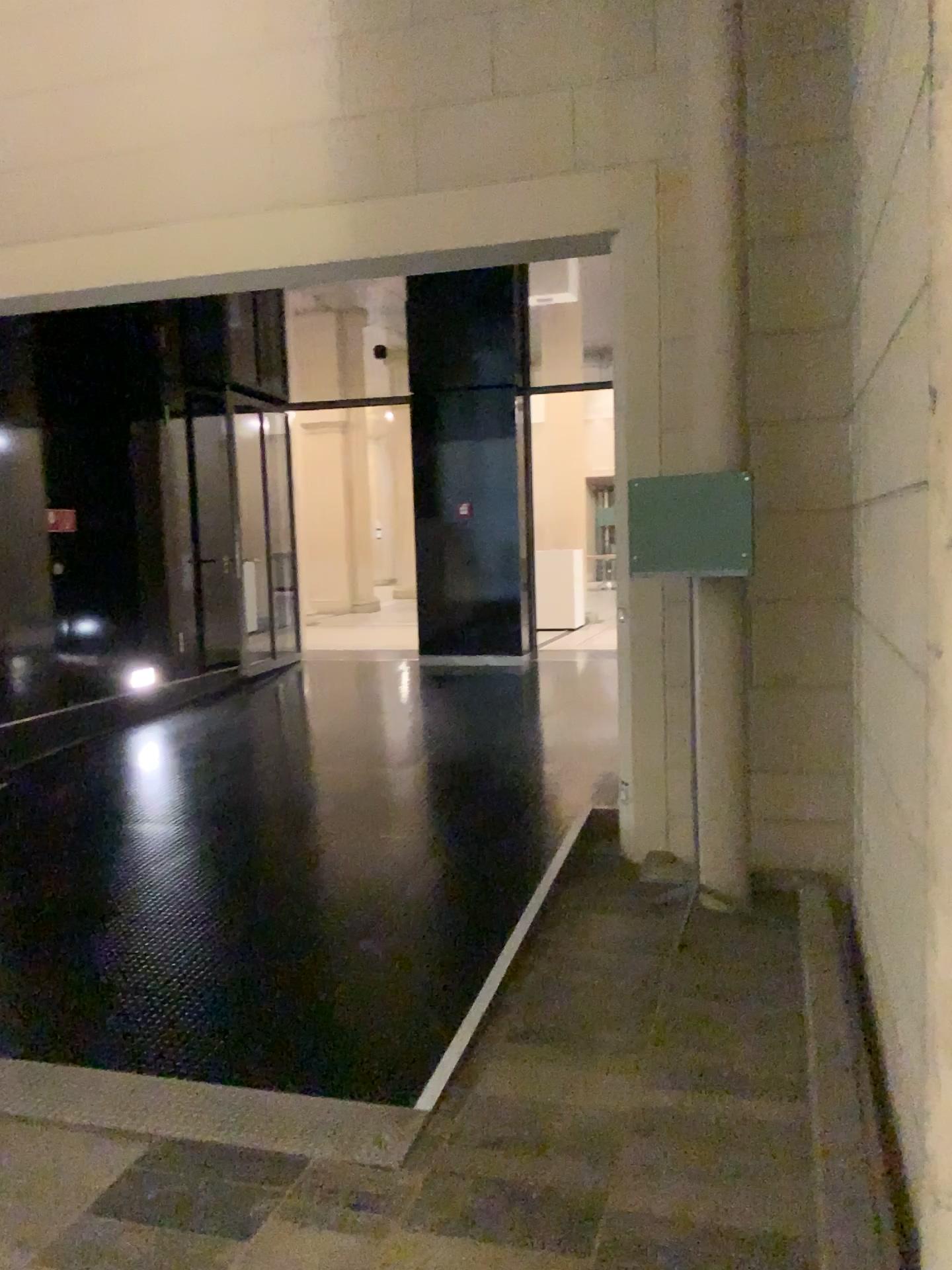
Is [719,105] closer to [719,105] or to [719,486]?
[719,105]

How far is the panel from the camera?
4.1 meters

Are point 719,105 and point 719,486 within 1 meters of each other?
no

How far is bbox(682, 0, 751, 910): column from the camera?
4.2 meters

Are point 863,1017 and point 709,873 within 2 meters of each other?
yes

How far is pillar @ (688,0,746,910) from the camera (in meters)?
4.21

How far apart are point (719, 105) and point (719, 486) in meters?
1.5
